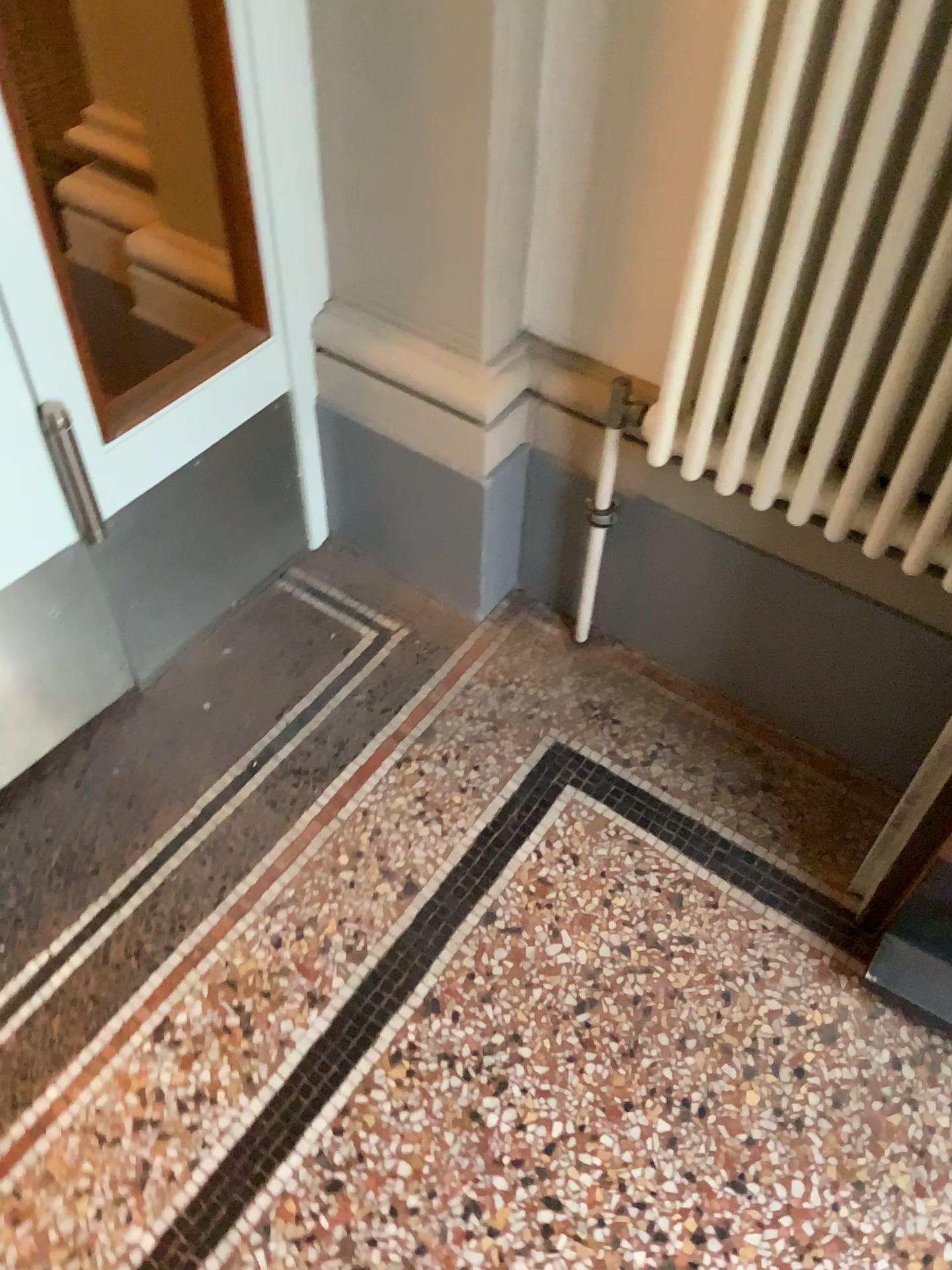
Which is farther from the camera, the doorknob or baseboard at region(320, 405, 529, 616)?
baseboard at region(320, 405, 529, 616)

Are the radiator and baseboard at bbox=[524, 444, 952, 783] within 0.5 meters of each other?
yes

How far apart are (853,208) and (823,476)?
0.3 meters

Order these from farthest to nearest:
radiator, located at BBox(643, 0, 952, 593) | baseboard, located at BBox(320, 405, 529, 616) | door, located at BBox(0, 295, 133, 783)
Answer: baseboard, located at BBox(320, 405, 529, 616)
door, located at BBox(0, 295, 133, 783)
radiator, located at BBox(643, 0, 952, 593)

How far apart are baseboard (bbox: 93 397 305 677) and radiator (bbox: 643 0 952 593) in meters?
0.6

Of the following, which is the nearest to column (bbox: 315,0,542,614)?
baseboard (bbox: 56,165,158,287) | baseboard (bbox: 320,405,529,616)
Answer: baseboard (bbox: 320,405,529,616)

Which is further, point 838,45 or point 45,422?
point 45,422

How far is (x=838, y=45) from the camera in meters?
0.9 m

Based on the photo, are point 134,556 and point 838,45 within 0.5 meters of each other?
no

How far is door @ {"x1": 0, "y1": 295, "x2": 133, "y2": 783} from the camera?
1.2m
